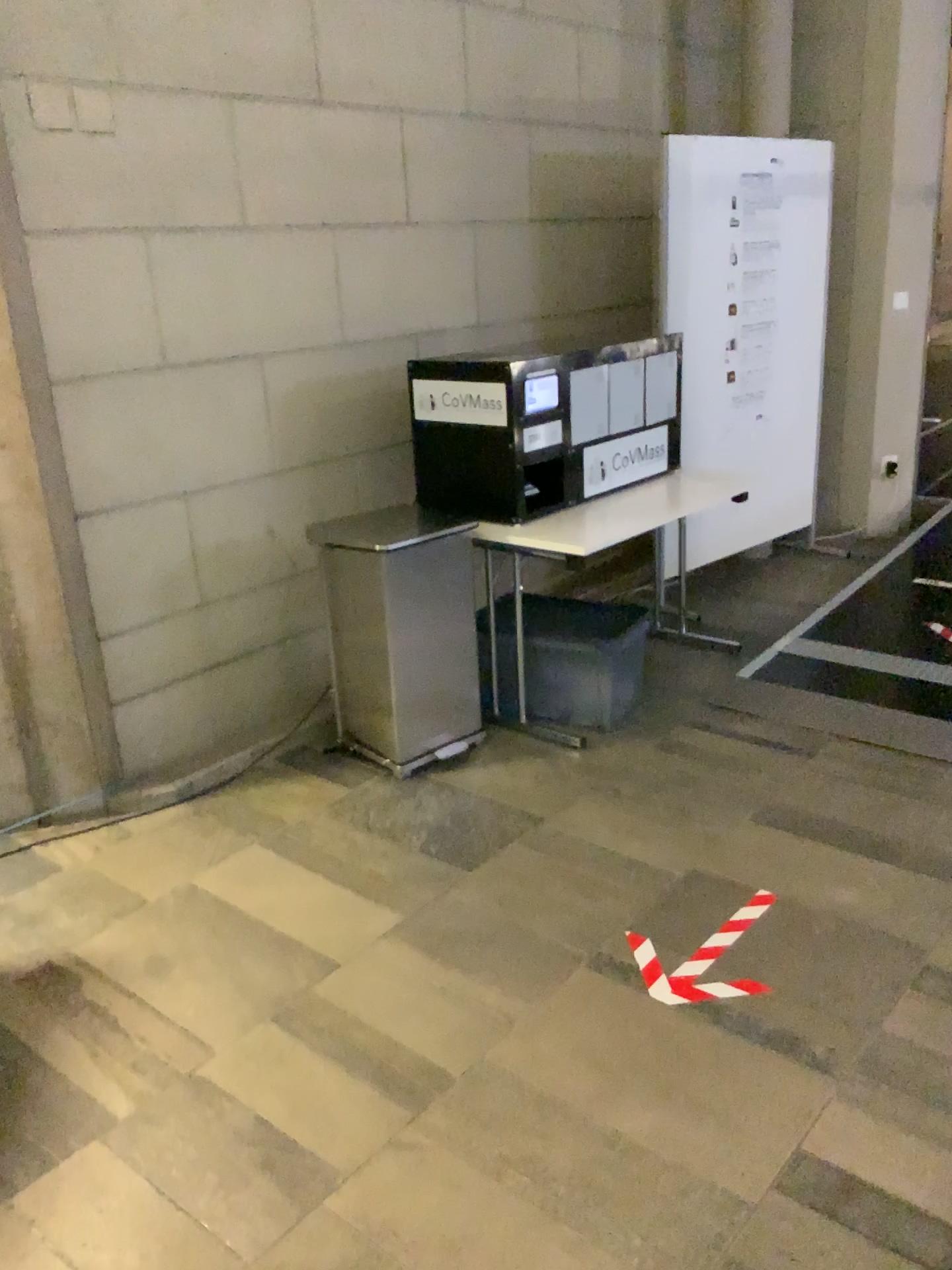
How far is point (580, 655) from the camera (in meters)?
3.61

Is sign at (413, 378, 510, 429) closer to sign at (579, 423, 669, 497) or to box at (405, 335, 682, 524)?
box at (405, 335, 682, 524)

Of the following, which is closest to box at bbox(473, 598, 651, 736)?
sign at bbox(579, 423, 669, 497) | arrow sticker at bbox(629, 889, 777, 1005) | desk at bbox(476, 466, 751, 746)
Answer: desk at bbox(476, 466, 751, 746)

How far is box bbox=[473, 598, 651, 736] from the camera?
3.6m

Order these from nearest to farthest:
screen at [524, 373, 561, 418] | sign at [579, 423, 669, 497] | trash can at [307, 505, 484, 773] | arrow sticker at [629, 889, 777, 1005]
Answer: arrow sticker at [629, 889, 777, 1005] < trash can at [307, 505, 484, 773] < screen at [524, 373, 561, 418] < sign at [579, 423, 669, 497]

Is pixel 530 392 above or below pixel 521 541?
above

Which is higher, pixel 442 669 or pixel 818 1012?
pixel 442 669

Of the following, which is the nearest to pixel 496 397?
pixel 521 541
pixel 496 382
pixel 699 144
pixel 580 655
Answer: pixel 496 382

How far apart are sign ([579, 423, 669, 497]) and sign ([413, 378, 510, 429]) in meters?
0.5 m

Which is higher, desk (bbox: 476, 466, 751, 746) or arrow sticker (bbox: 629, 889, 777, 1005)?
desk (bbox: 476, 466, 751, 746)
